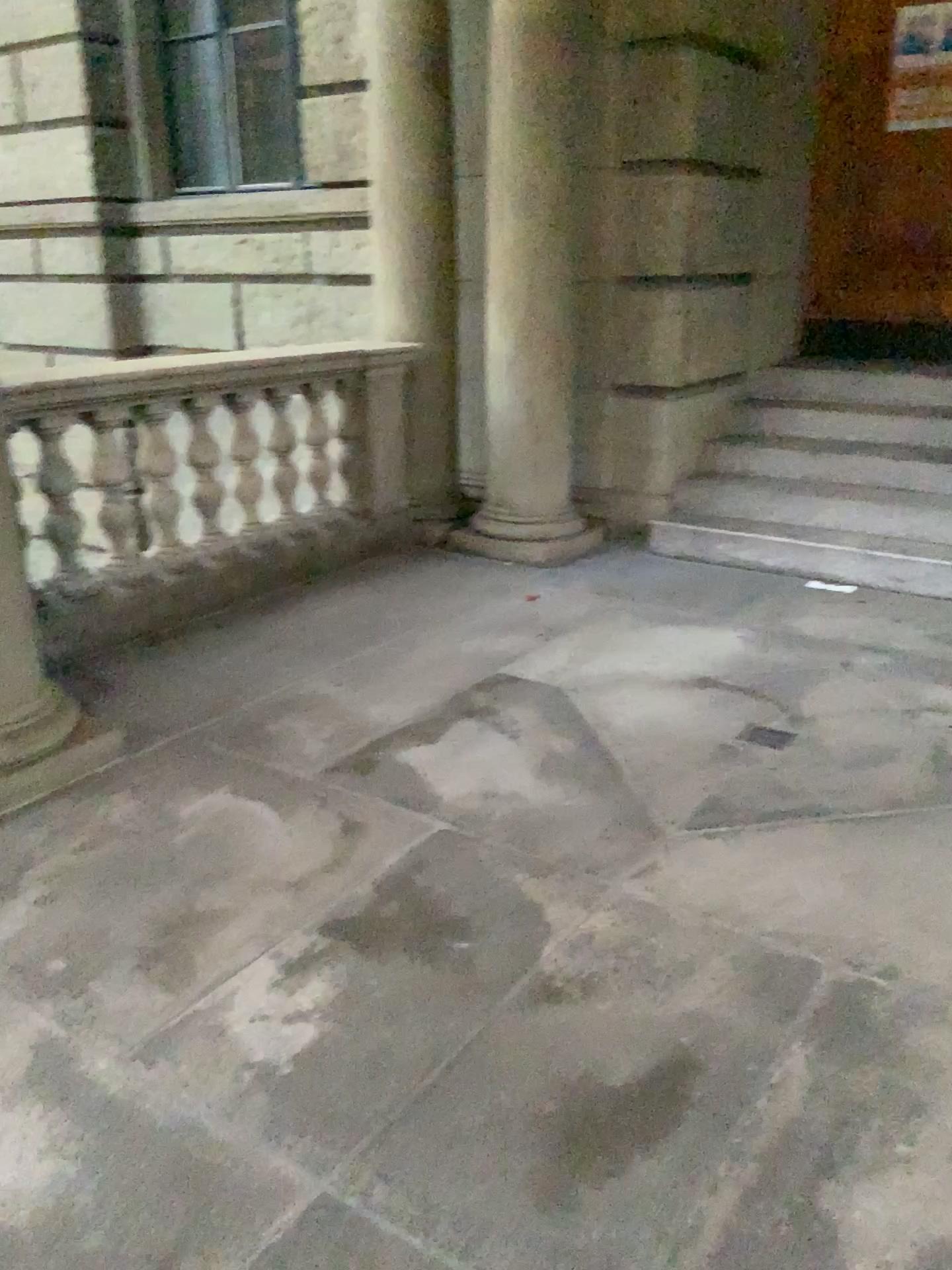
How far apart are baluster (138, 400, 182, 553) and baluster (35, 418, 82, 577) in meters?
0.3

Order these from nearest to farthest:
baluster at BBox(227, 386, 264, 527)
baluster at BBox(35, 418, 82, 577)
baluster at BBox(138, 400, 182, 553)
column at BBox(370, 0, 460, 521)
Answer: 1. baluster at BBox(35, 418, 82, 577)
2. baluster at BBox(138, 400, 182, 553)
3. baluster at BBox(227, 386, 264, 527)
4. column at BBox(370, 0, 460, 521)

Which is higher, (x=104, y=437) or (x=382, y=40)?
(x=382, y=40)

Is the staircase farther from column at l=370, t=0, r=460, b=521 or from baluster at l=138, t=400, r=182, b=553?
baluster at l=138, t=400, r=182, b=553

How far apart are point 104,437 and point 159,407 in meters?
0.3

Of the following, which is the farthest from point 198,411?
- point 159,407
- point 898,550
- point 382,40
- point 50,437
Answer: point 898,550

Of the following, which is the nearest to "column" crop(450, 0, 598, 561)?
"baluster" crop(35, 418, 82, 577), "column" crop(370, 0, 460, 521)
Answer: "column" crop(370, 0, 460, 521)

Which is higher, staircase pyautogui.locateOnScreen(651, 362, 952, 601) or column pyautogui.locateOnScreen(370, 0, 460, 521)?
column pyautogui.locateOnScreen(370, 0, 460, 521)

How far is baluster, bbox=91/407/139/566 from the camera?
3.9m

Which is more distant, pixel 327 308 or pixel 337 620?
pixel 327 308
